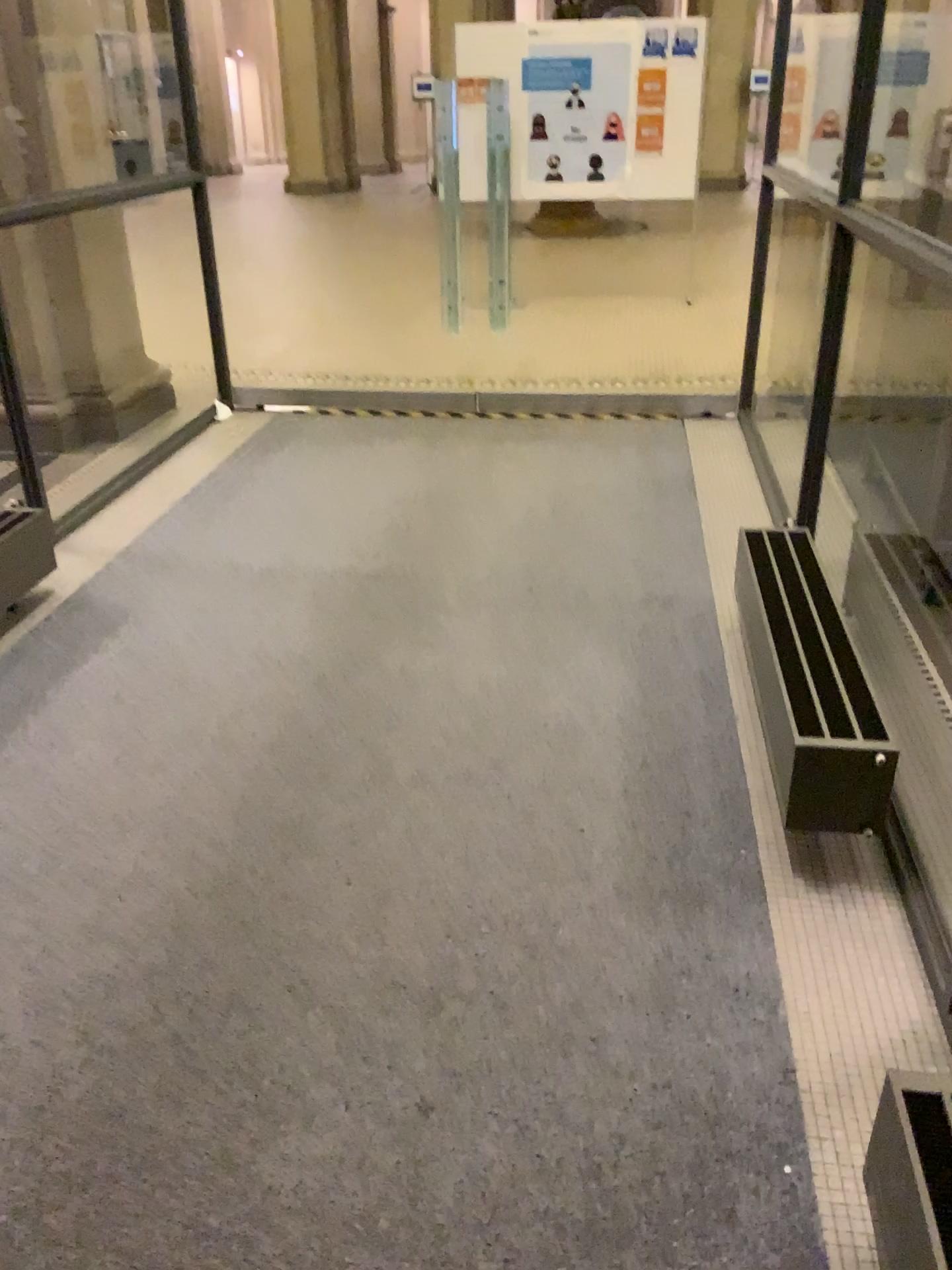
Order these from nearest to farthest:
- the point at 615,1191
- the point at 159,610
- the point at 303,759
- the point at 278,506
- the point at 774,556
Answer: the point at 615,1191
the point at 303,759
the point at 774,556
the point at 159,610
the point at 278,506
